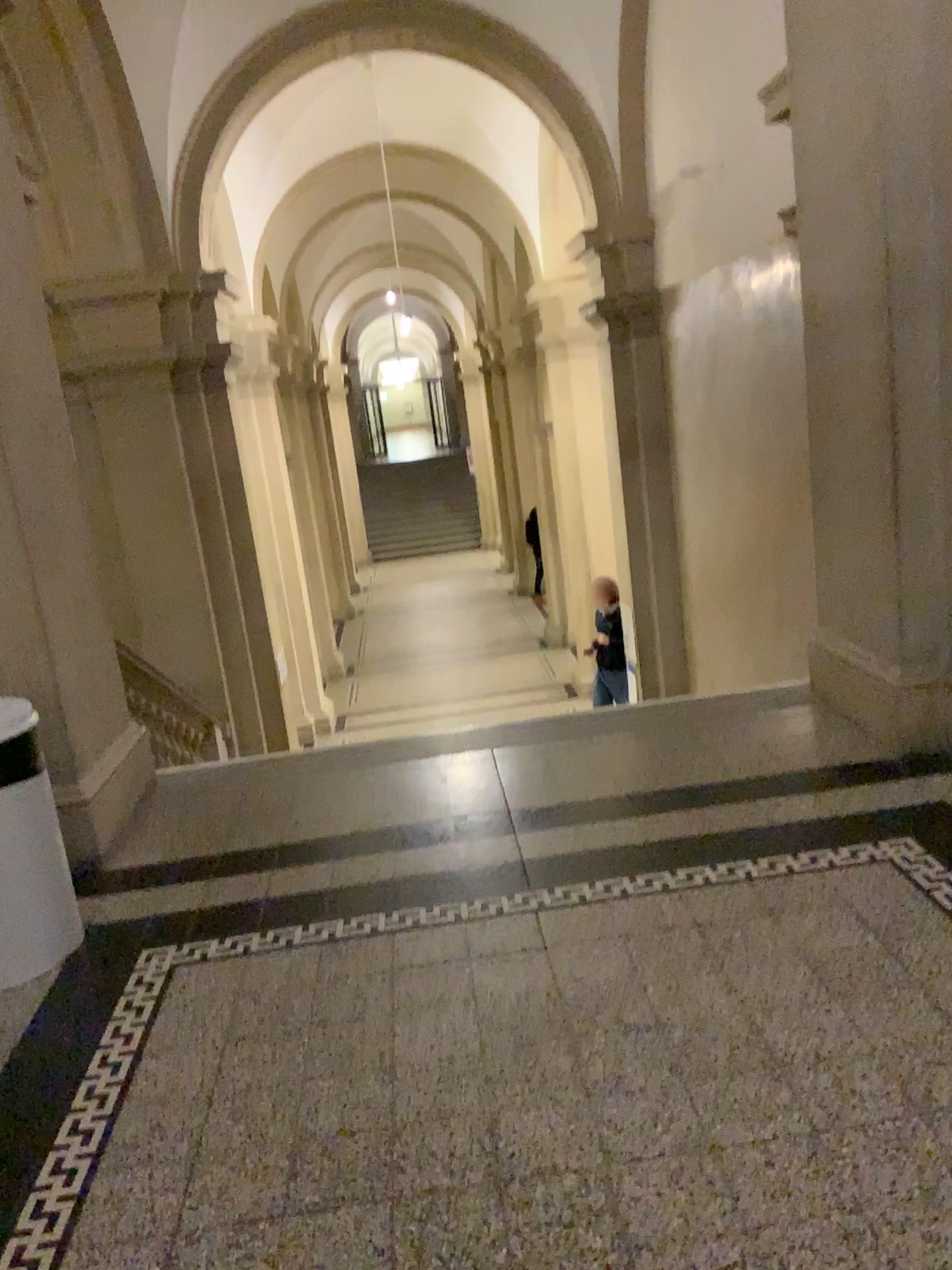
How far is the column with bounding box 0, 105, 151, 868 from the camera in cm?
339

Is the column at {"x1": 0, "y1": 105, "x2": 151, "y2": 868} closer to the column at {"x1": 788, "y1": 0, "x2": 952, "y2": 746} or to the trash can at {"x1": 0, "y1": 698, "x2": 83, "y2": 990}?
the trash can at {"x1": 0, "y1": 698, "x2": 83, "y2": 990}

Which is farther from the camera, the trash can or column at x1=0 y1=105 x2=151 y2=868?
column at x1=0 y1=105 x2=151 y2=868

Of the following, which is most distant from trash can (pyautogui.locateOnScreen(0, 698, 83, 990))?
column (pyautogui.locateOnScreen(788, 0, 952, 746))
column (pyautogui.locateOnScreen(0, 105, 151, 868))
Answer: column (pyautogui.locateOnScreen(788, 0, 952, 746))

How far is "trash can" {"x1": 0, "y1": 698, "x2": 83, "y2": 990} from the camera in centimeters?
282cm

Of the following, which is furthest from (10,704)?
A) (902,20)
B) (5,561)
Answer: (902,20)

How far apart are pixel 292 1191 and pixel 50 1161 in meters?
0.5 m

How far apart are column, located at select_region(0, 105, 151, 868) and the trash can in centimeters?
28cm

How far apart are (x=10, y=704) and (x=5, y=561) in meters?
0.8

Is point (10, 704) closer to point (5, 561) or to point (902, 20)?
point (5, 561)
